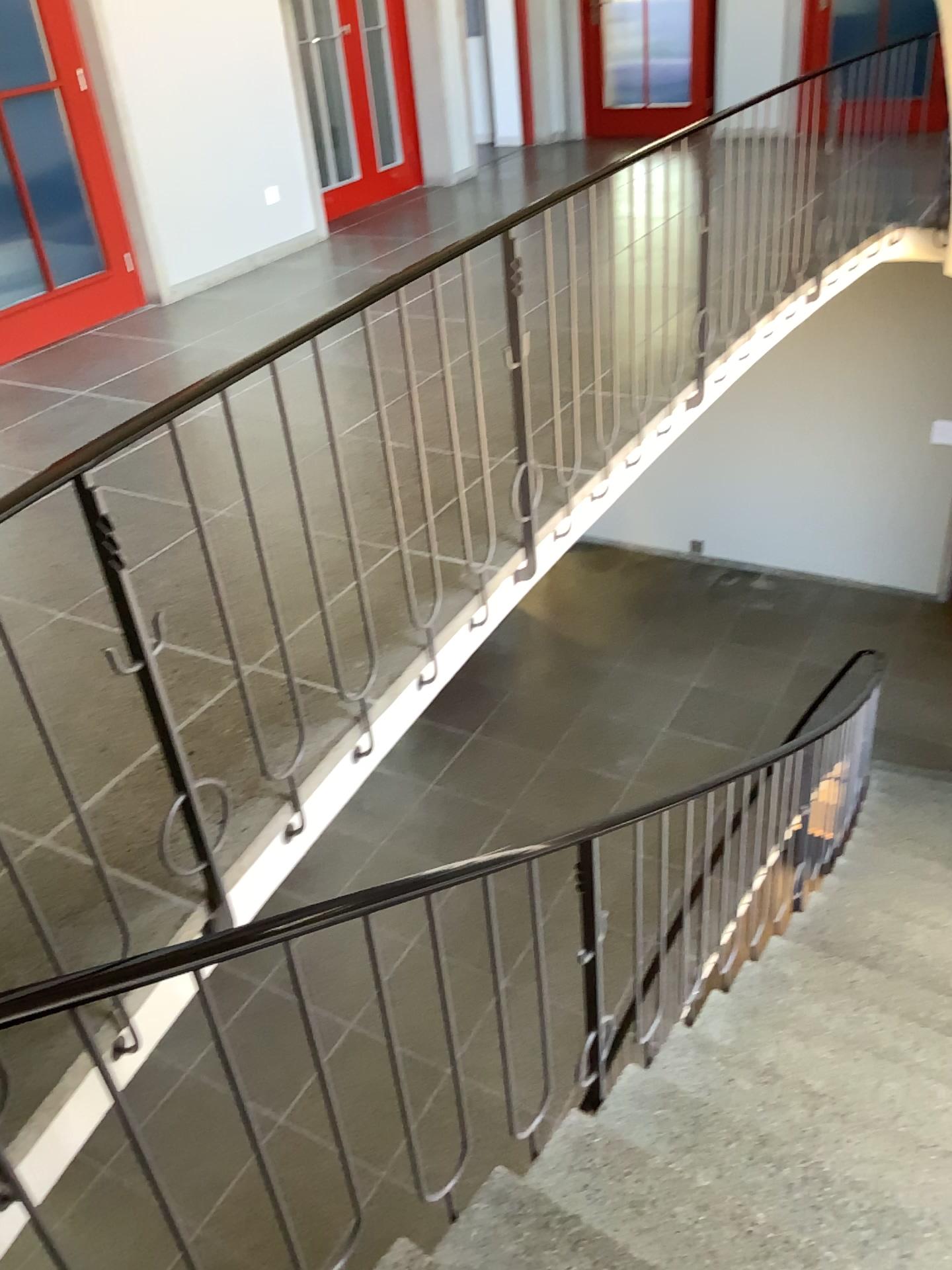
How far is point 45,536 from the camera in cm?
339
